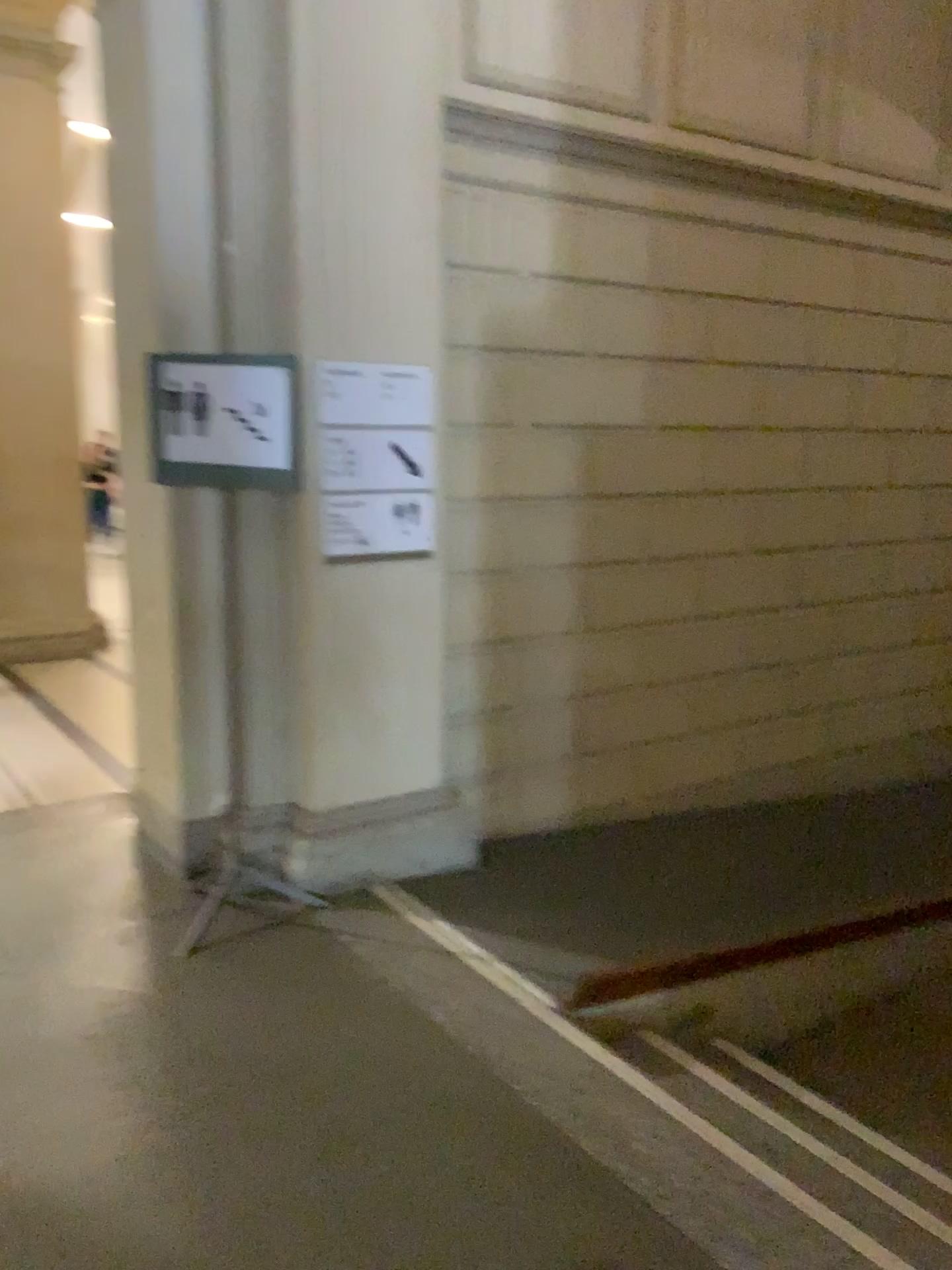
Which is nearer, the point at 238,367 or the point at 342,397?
the point at 238,367

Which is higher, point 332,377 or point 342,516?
point 332,377

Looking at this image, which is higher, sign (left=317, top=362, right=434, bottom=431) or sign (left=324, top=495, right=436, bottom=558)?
sign (left=317, top=362, right=434, bottom=431)

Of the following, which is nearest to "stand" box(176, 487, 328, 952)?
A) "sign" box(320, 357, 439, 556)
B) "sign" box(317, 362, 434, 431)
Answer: "sign" box(320, 357, 439, 556)

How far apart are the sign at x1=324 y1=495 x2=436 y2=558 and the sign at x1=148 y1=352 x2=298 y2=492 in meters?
0.3

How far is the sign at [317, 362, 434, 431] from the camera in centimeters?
352cm

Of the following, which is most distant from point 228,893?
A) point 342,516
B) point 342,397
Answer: point 342,397

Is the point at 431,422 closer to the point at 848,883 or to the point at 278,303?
the point at 278,303

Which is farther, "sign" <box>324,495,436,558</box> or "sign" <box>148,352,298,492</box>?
"sign" <box>324,495,436,558</box>

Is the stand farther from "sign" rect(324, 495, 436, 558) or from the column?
"sign" rect(324, 495, 436, 558)
